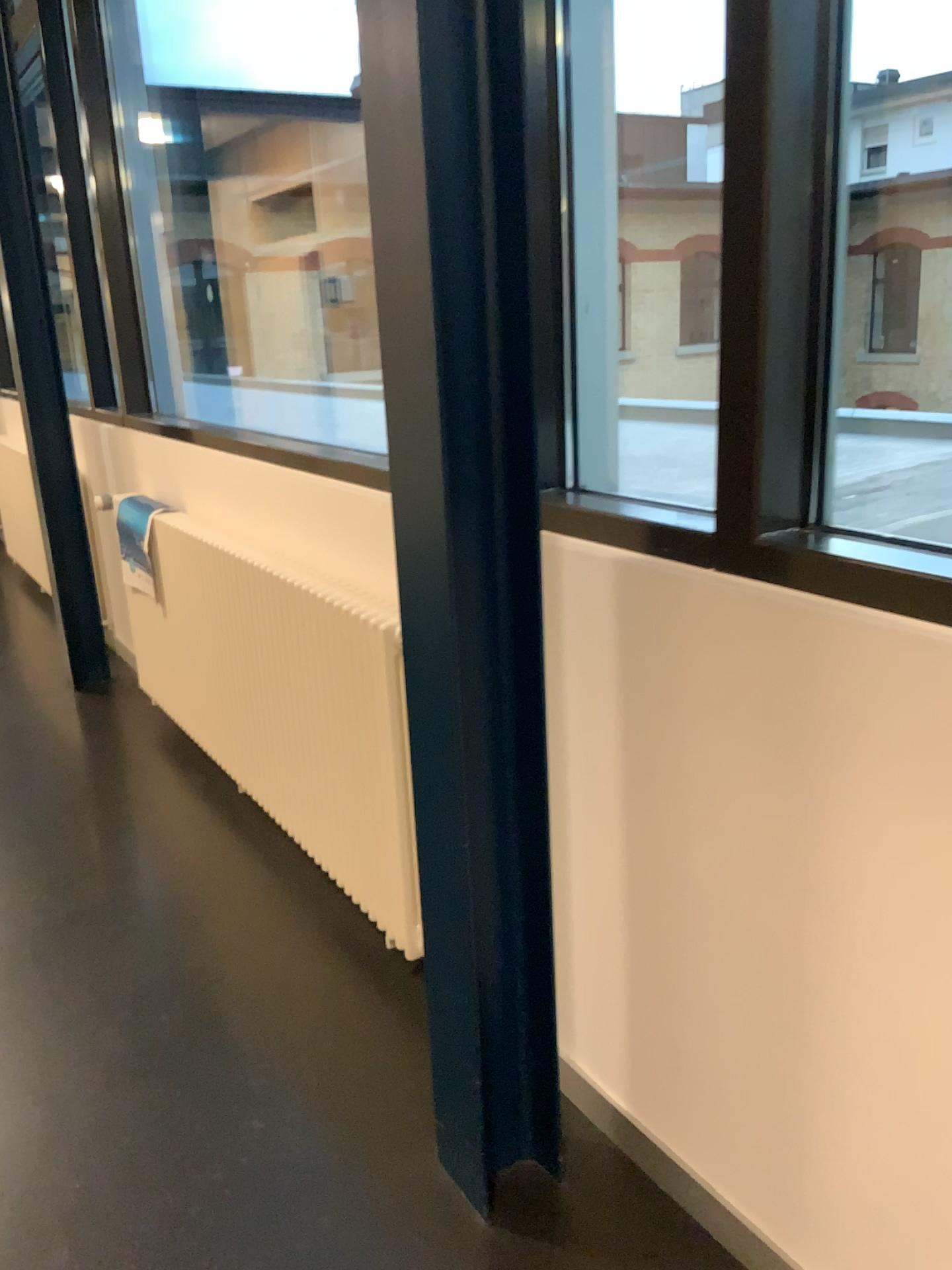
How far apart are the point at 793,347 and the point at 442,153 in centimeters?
49cm

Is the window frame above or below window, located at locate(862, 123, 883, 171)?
below

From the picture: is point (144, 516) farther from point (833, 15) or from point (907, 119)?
point (907, 119)

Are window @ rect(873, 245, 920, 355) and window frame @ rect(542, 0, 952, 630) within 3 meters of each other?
no

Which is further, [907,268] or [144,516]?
[907,268]

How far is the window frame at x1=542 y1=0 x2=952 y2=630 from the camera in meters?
1.2 m

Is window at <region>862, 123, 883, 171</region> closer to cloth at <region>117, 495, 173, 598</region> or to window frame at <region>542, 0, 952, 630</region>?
cloth at <region>117, 495, 173, 598</region>

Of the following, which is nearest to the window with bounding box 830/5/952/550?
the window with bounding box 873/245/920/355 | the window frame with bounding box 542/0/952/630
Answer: the window with bounding box 873/245/920/355

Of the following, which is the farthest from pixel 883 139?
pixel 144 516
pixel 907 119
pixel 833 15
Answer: pixel 833 15

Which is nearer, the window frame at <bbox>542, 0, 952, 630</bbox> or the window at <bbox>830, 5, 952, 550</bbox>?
the window frame at <bbox>542, 0, 952, 630</bbox>
